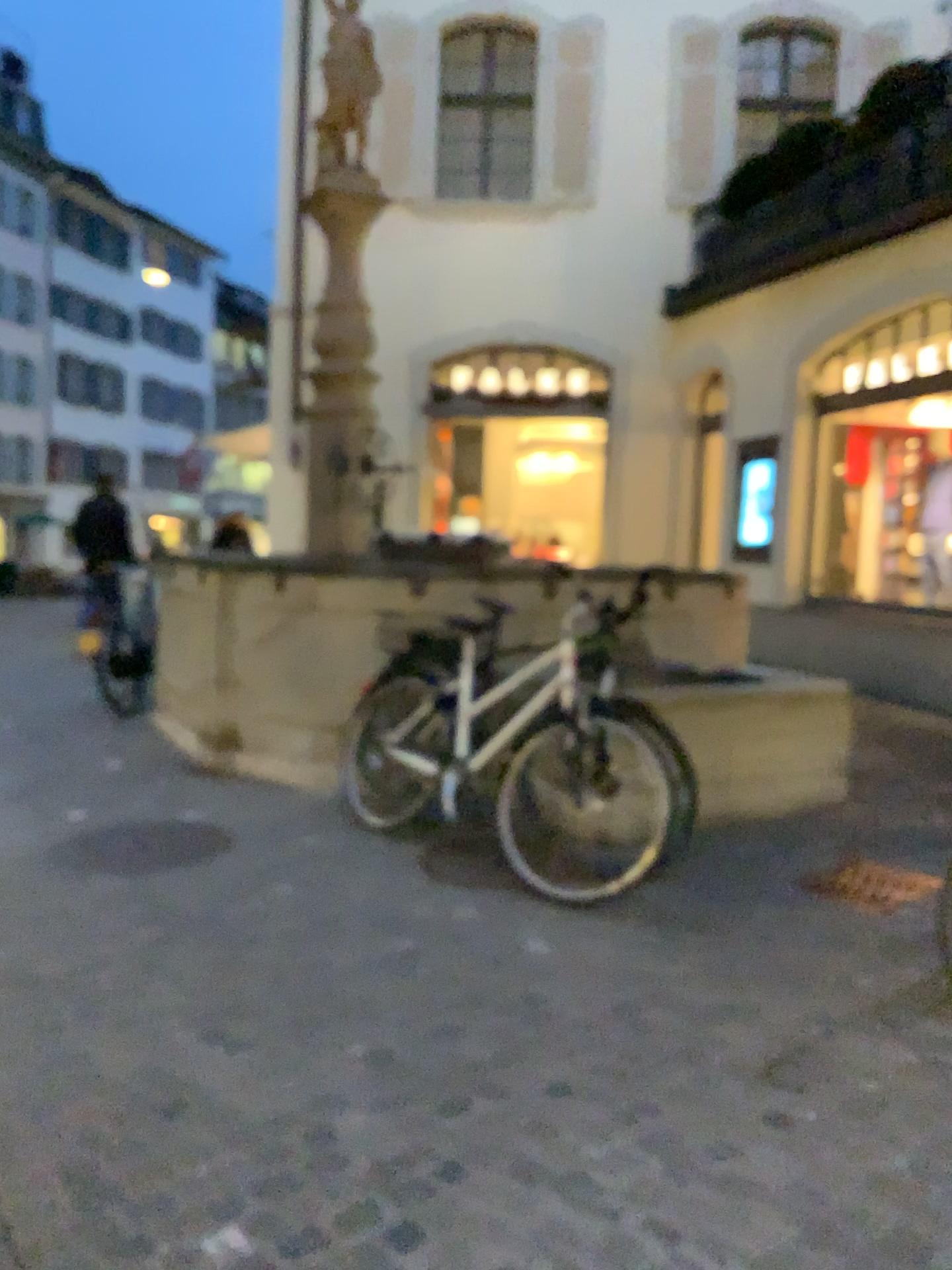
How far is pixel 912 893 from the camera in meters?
3.7

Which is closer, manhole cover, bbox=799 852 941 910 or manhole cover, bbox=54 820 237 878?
manhole cover, bbox=799 852 941 910

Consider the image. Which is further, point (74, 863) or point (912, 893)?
point (74, 863)

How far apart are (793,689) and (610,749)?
1.4 meters

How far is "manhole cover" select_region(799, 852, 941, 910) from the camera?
3.7 meters
